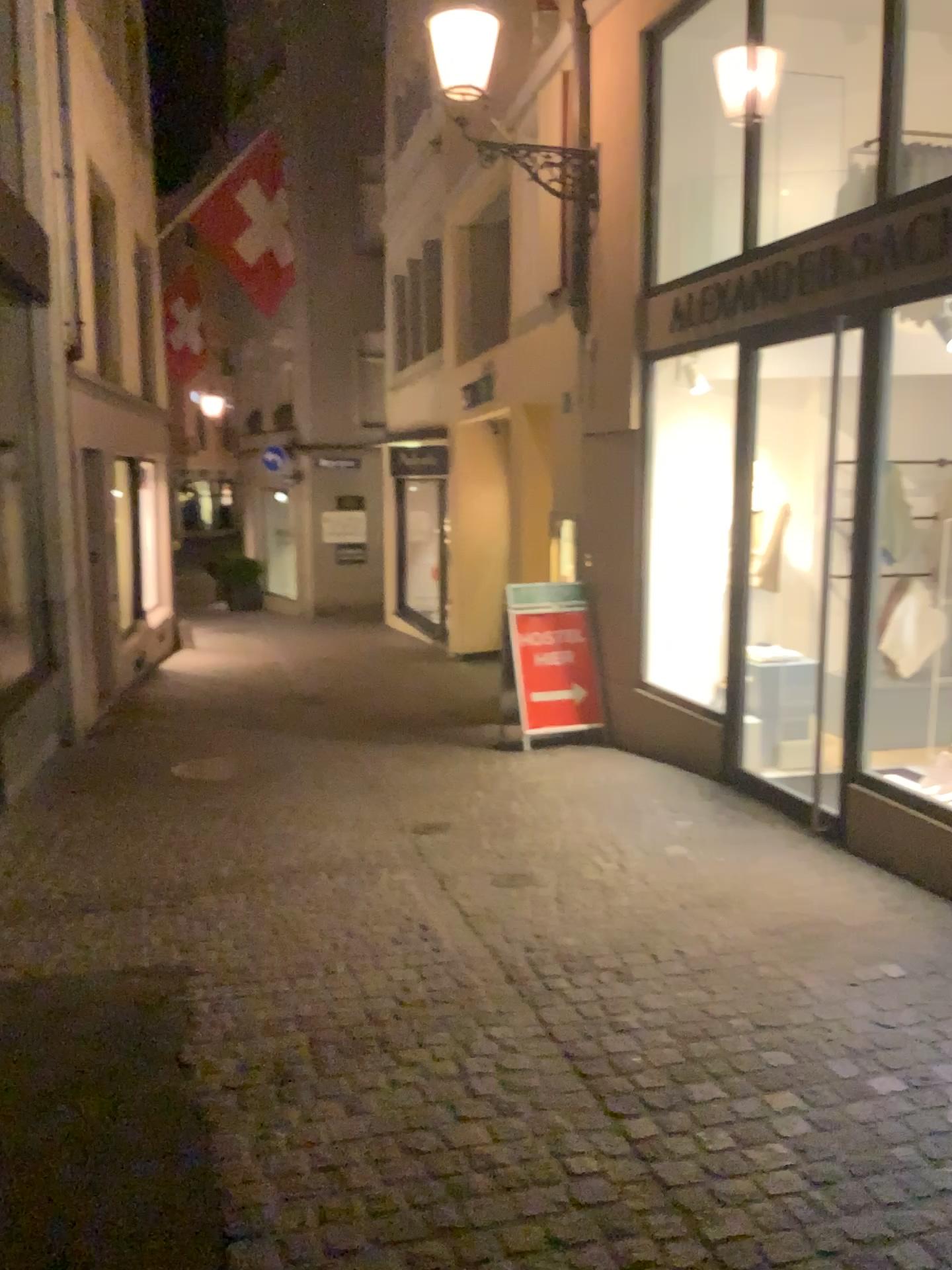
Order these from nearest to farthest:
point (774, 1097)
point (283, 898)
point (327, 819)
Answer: point (774, 1097)
point (283, 898)
point (327, 819)
